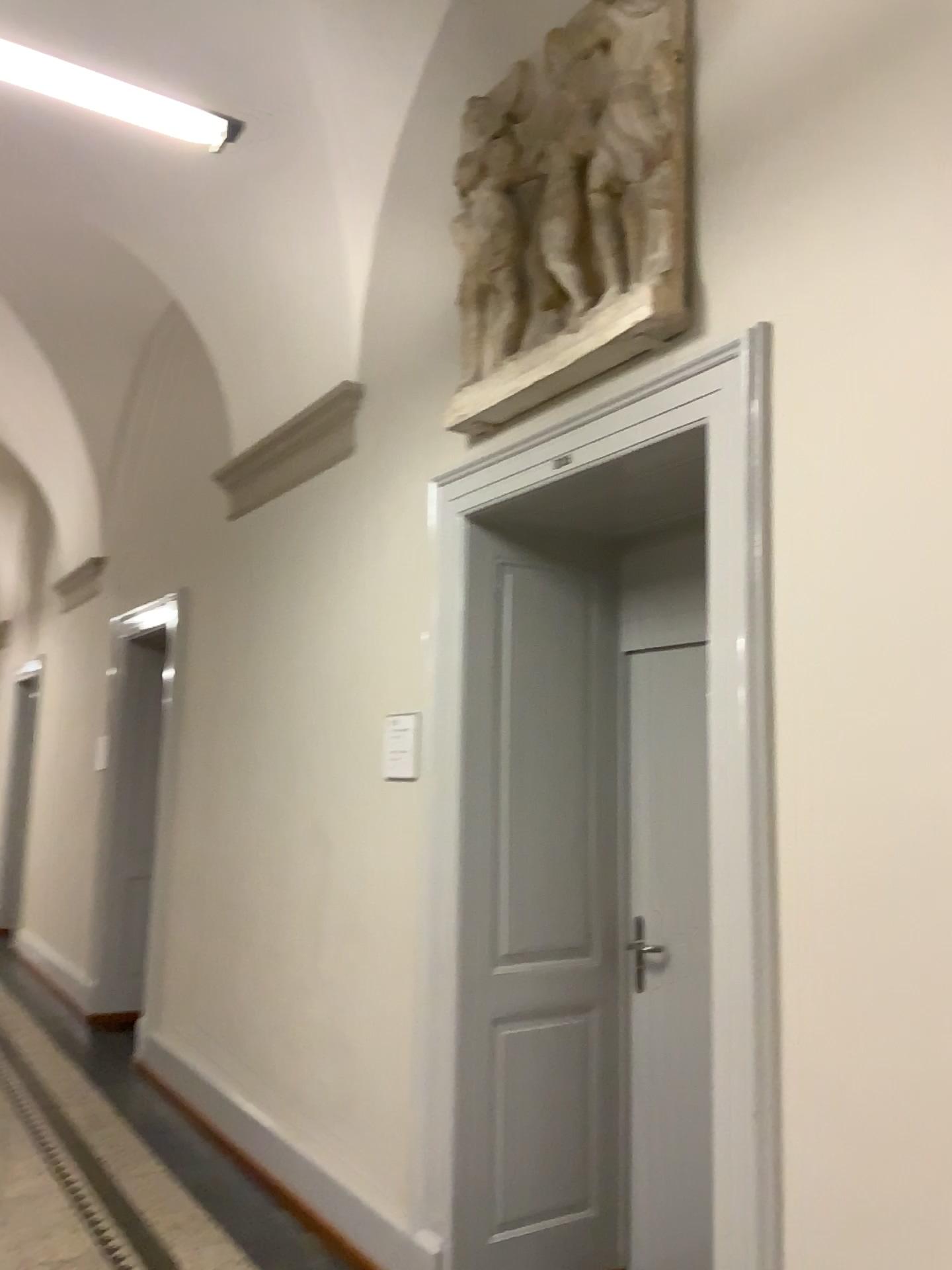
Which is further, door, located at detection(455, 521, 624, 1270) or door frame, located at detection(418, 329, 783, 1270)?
door, located at detection(455, 521, 624, 1270)

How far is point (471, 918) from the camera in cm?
312

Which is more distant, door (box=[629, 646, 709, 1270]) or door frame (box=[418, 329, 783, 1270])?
door (box=[629, 646, 709, 1270])

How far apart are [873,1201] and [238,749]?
3.33m

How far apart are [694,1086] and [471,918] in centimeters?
82cm

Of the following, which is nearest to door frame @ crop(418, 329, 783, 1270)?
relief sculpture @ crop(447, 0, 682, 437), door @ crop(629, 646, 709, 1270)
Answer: relief sculpture @ crop(447, 0, 682, 437)

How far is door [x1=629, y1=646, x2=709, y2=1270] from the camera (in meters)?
3.10

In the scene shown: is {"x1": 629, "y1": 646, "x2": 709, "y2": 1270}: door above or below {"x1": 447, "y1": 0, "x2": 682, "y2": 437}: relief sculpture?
below

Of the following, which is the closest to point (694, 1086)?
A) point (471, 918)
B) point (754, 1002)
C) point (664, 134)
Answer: point (471, 918)

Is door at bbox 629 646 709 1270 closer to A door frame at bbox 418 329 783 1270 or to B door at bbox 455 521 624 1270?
B door at bbox 455 521 624 1270
